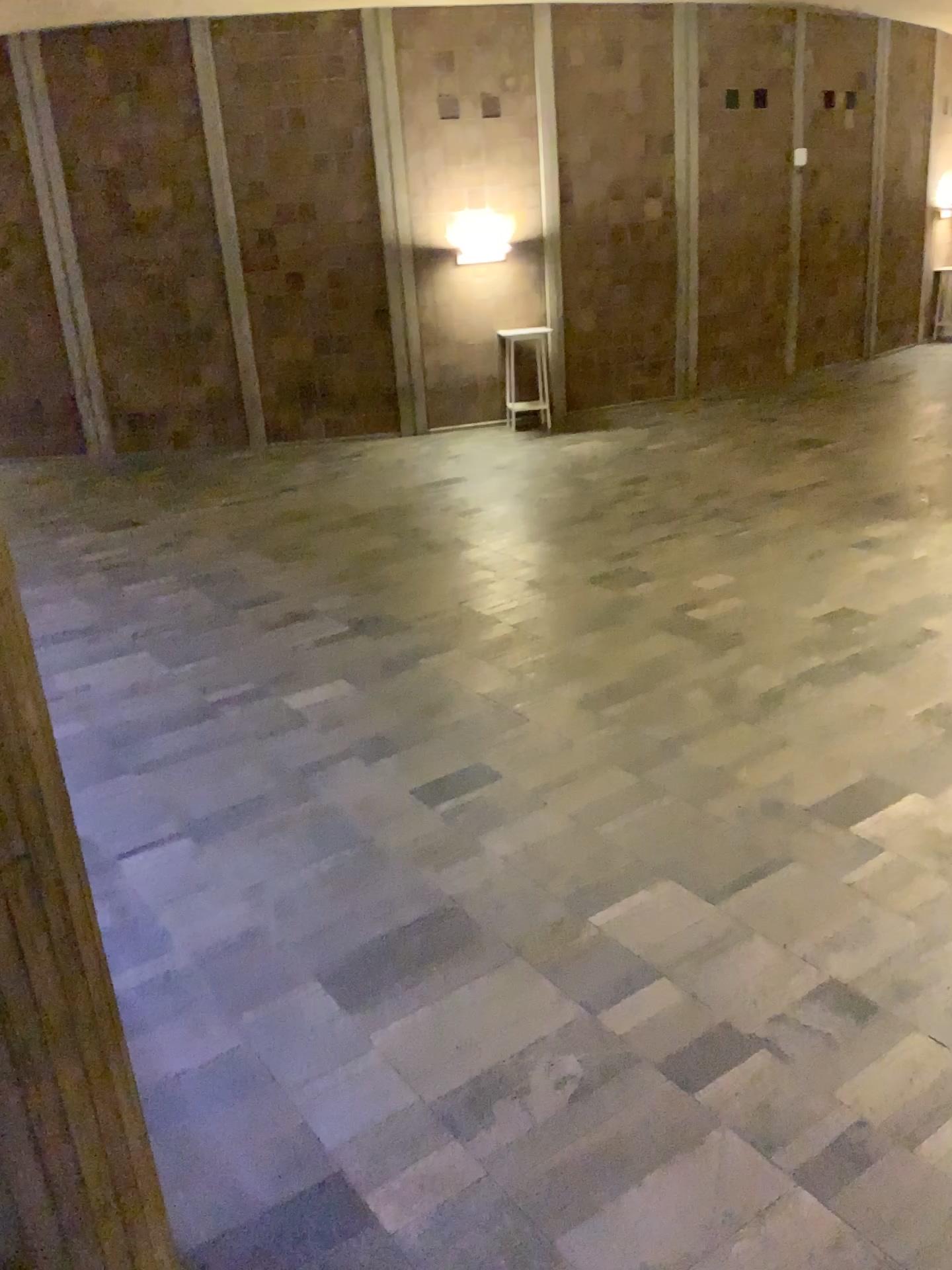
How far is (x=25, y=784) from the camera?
1.9m

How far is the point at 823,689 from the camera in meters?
5.3

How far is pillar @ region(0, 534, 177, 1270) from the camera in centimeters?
187cm
